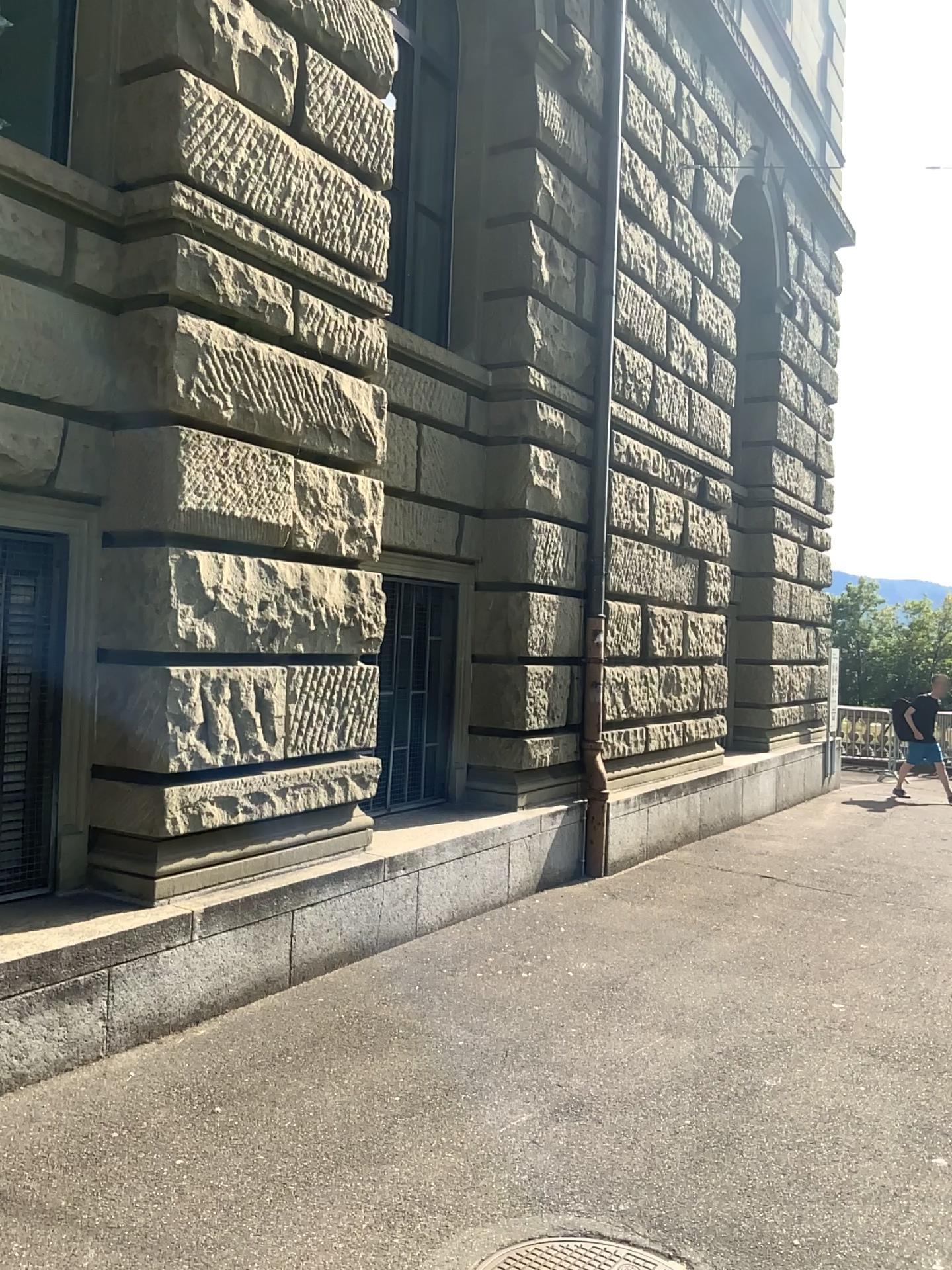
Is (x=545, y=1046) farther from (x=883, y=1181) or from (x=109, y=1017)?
(x=109, y=1017)

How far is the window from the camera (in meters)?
4.59

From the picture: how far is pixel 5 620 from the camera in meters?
4.6 m
